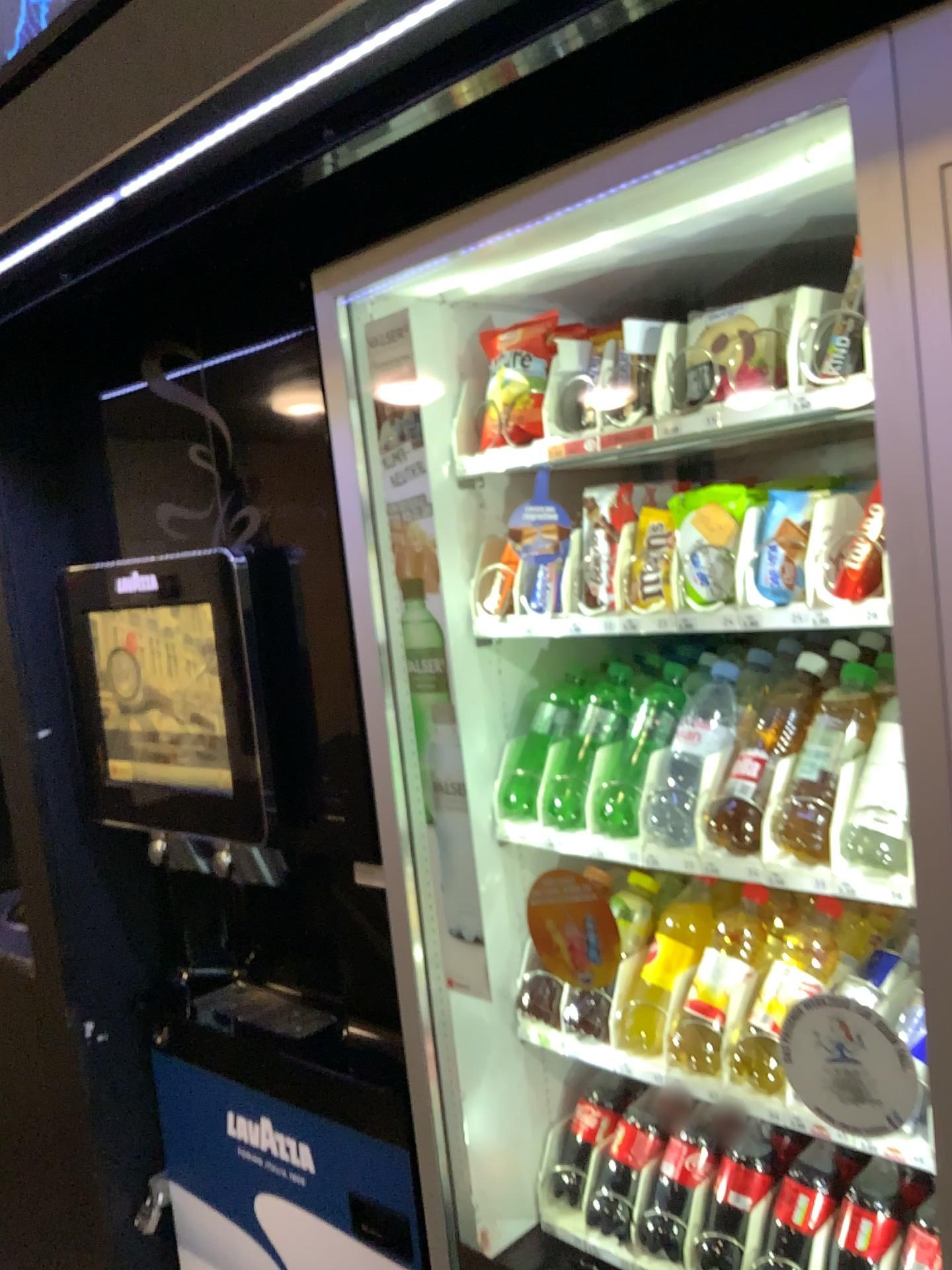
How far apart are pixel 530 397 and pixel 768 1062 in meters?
0.8 m

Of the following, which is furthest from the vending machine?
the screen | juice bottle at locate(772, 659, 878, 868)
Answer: the screen

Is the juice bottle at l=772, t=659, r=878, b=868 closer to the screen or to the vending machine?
the vending machine

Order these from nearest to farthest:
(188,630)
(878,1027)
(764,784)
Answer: (878,1027) < (764,784) < (188,630)

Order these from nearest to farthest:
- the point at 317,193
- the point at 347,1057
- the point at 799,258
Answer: the point at 799,258 → the point at 347,1057 → the point at 317,193

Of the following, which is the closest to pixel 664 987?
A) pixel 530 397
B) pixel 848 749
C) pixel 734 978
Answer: pixel 734 978

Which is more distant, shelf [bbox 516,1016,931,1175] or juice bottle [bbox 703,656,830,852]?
juice bottle [bbox 703,656,830,852]

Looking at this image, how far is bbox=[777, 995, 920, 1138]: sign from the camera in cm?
90

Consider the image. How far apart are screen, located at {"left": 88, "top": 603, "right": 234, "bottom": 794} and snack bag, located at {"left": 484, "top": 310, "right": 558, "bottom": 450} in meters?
0.5 m

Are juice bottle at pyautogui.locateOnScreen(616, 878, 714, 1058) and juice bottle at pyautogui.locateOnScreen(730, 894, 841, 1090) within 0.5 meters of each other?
yes
